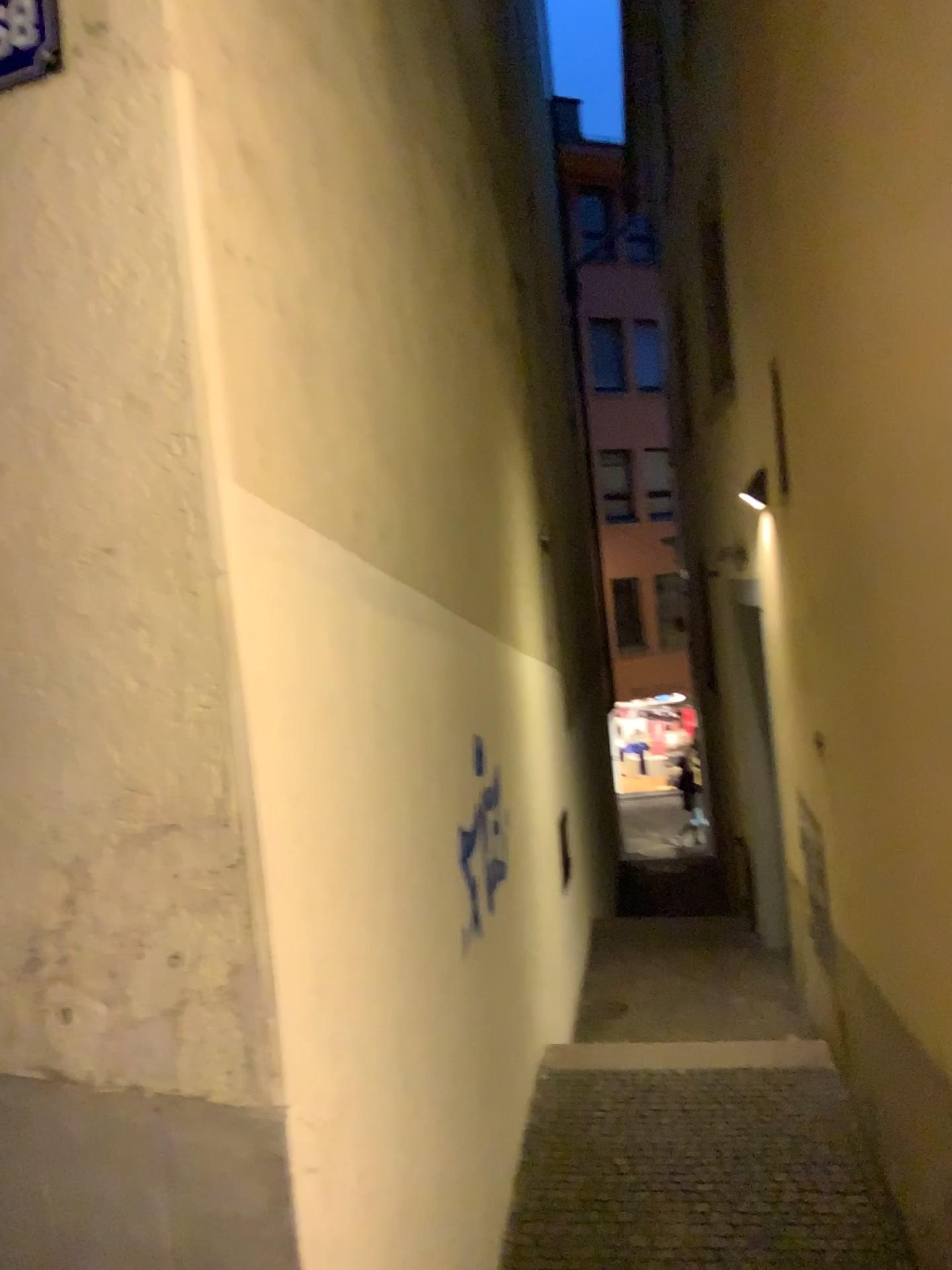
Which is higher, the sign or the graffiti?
the sign

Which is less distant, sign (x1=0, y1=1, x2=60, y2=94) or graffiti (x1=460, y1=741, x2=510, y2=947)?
sign (x1=0, y1=1, x2=60, y2=94)

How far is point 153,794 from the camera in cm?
175

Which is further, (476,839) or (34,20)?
(476,839)

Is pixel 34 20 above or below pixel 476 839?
above
